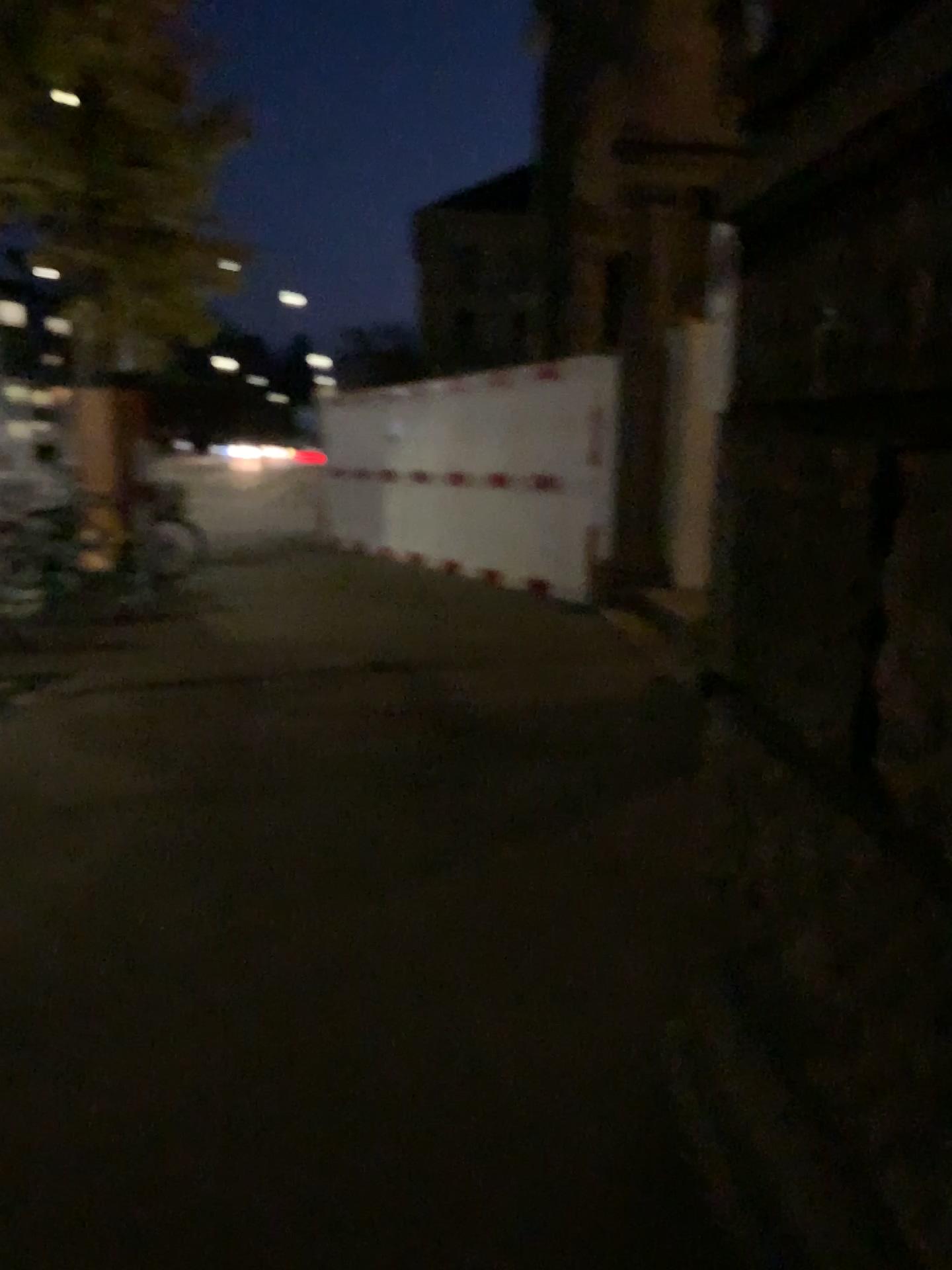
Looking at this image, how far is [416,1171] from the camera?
2.0m
